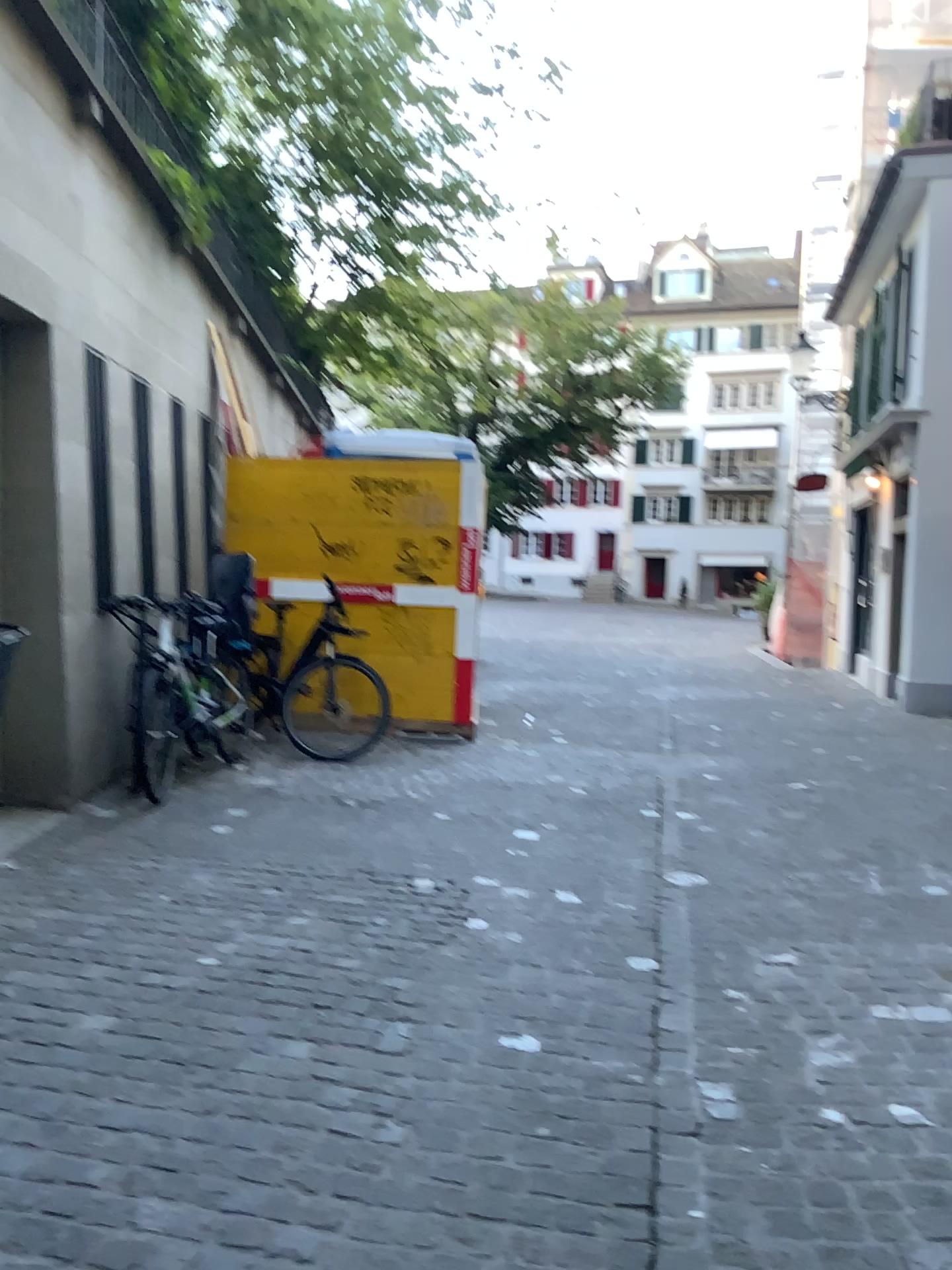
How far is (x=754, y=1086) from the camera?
2.7m
